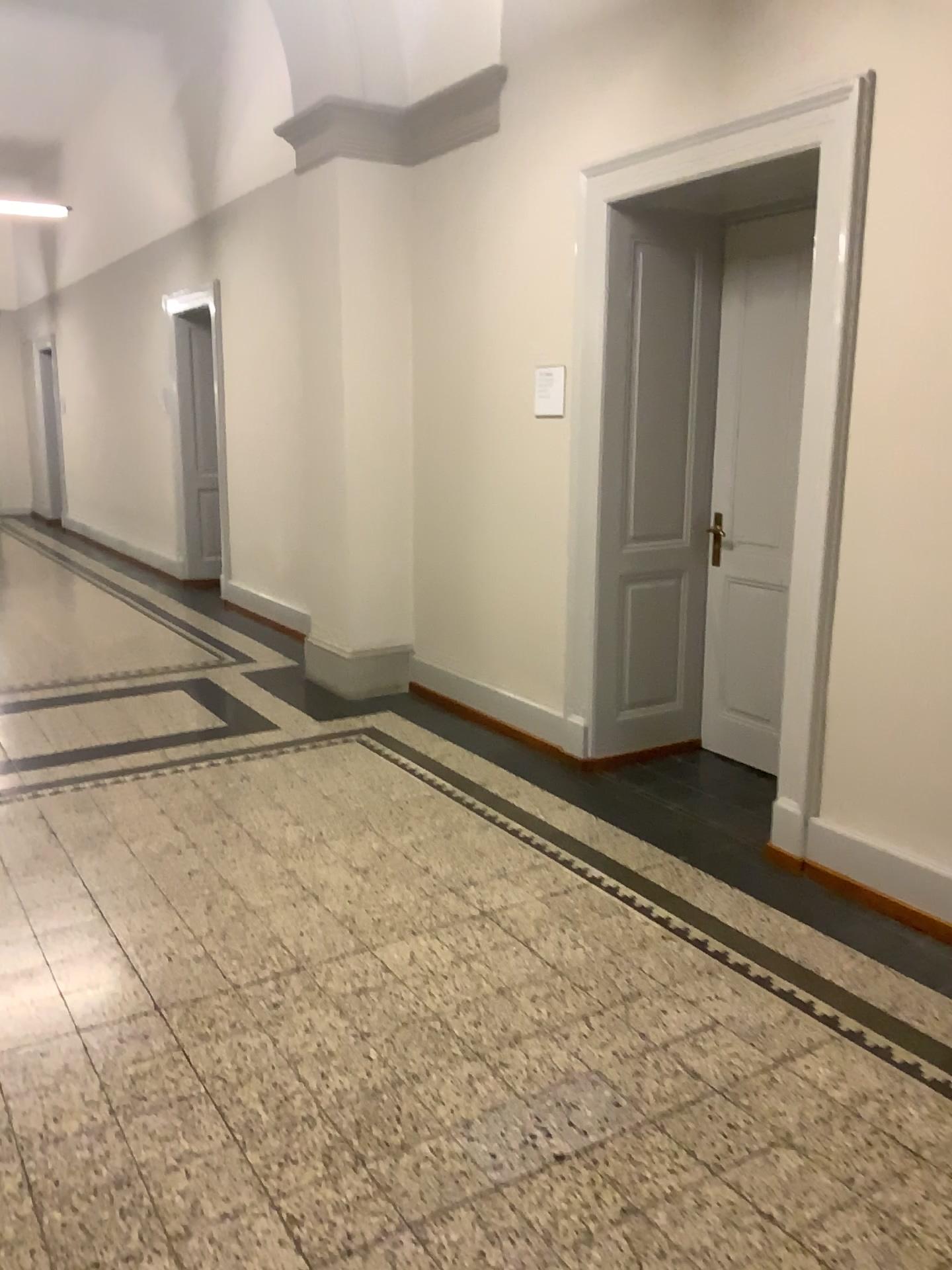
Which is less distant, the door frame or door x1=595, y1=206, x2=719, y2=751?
the door frame

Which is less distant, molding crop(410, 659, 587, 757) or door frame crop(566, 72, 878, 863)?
door frame crop(566, 72, 878, 863)

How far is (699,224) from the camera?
4.36m

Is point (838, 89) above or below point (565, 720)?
above

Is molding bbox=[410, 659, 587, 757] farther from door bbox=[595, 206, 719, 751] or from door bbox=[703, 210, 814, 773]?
door bbox=[703, 210, 814, 773]

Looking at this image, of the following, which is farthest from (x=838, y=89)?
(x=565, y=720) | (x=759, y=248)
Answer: (x=565, y=720)

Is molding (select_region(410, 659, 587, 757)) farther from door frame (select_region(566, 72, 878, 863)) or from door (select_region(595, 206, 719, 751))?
door frame (select_region(566, 72, 878, 863))

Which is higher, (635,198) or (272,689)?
(635,198)

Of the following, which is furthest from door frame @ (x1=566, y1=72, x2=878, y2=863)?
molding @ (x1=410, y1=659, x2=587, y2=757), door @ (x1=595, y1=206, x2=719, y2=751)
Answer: molding @ (x1=410, y1=659, x2=587, y2=757)

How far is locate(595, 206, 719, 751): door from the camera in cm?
436
